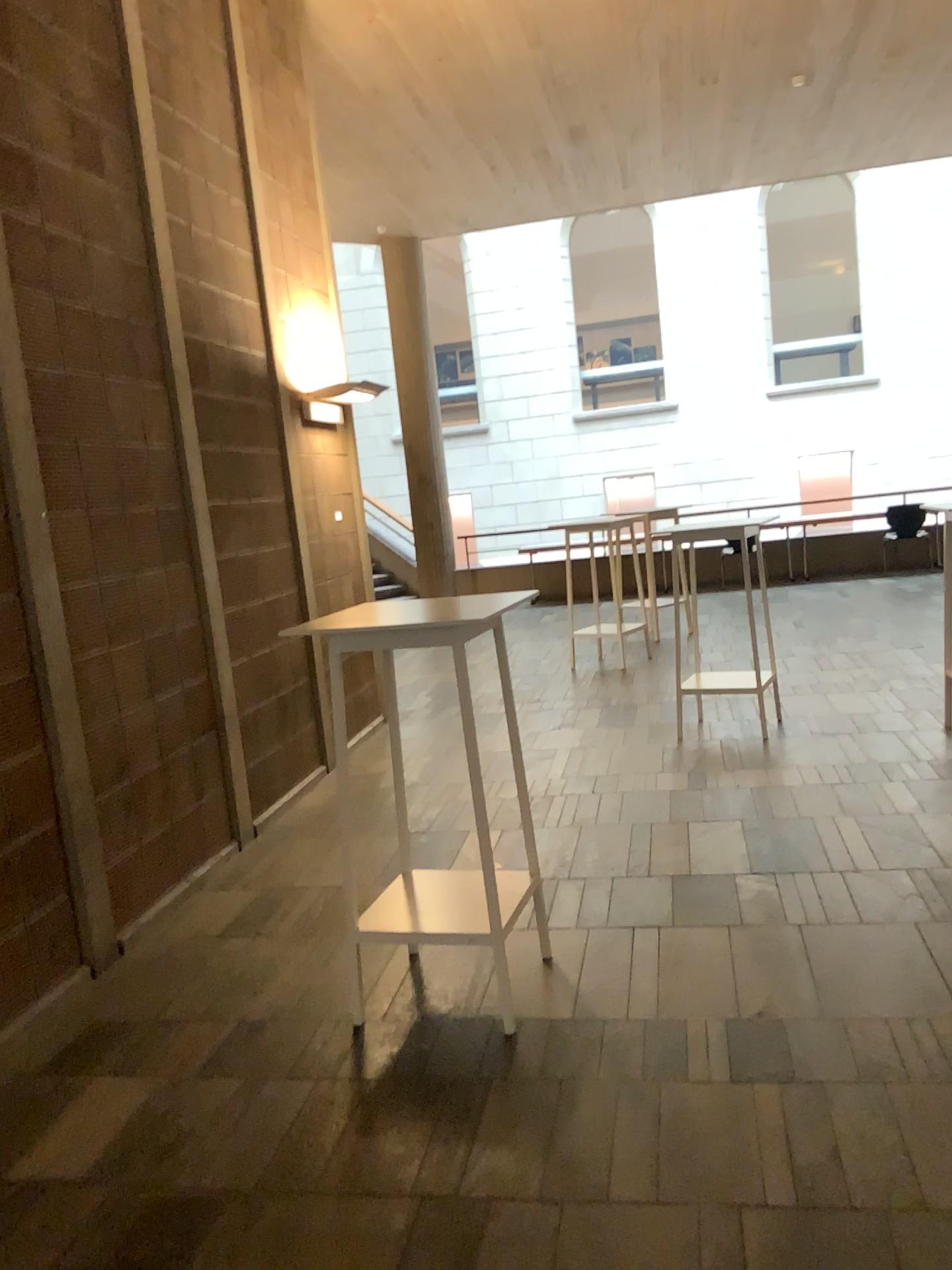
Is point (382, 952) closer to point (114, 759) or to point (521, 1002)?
point (521, 1002)

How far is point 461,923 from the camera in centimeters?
300cm

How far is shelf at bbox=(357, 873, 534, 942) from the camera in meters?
3.0 m
